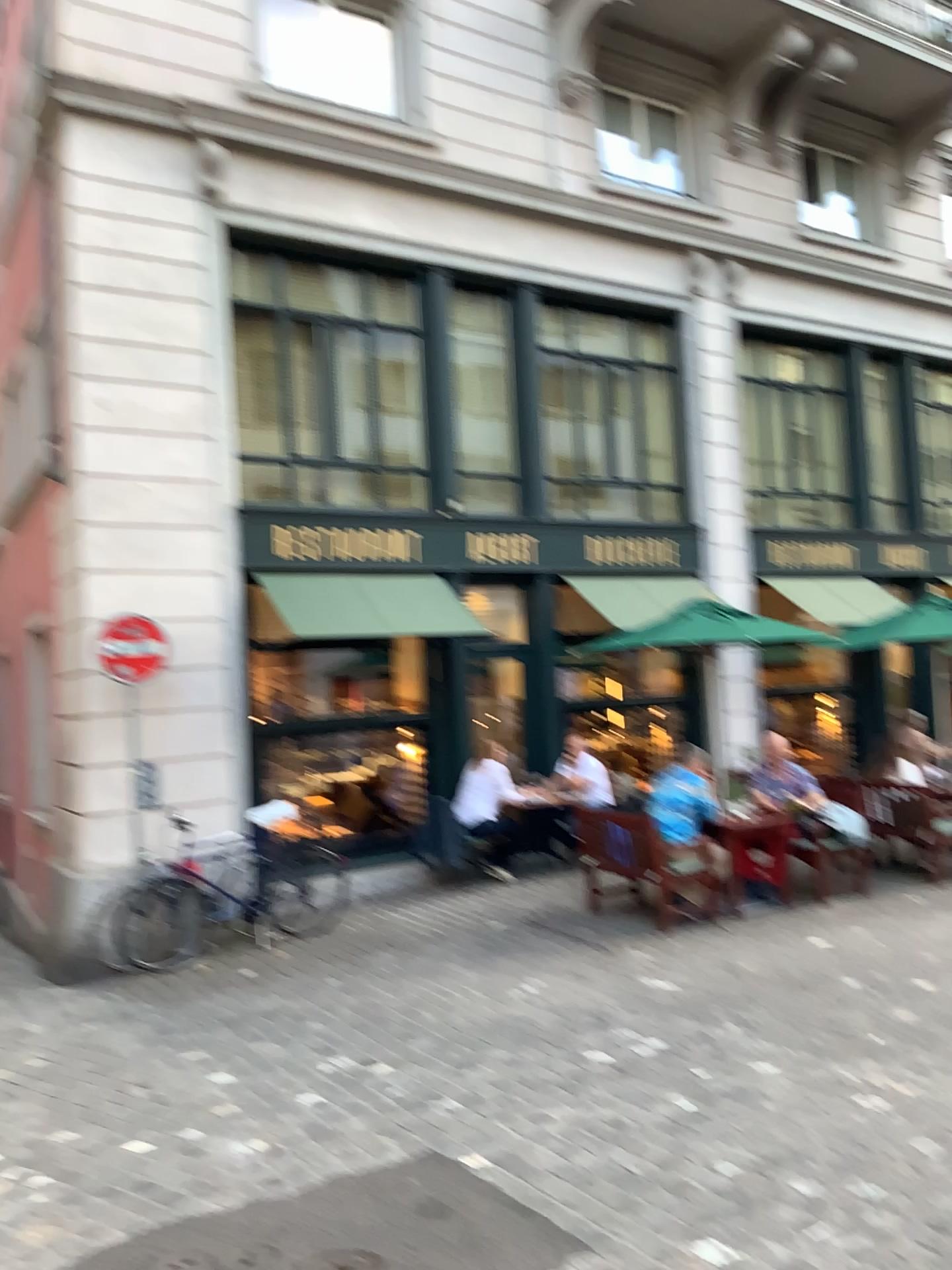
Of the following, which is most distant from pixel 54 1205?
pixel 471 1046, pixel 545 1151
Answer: pixel 471 1046
